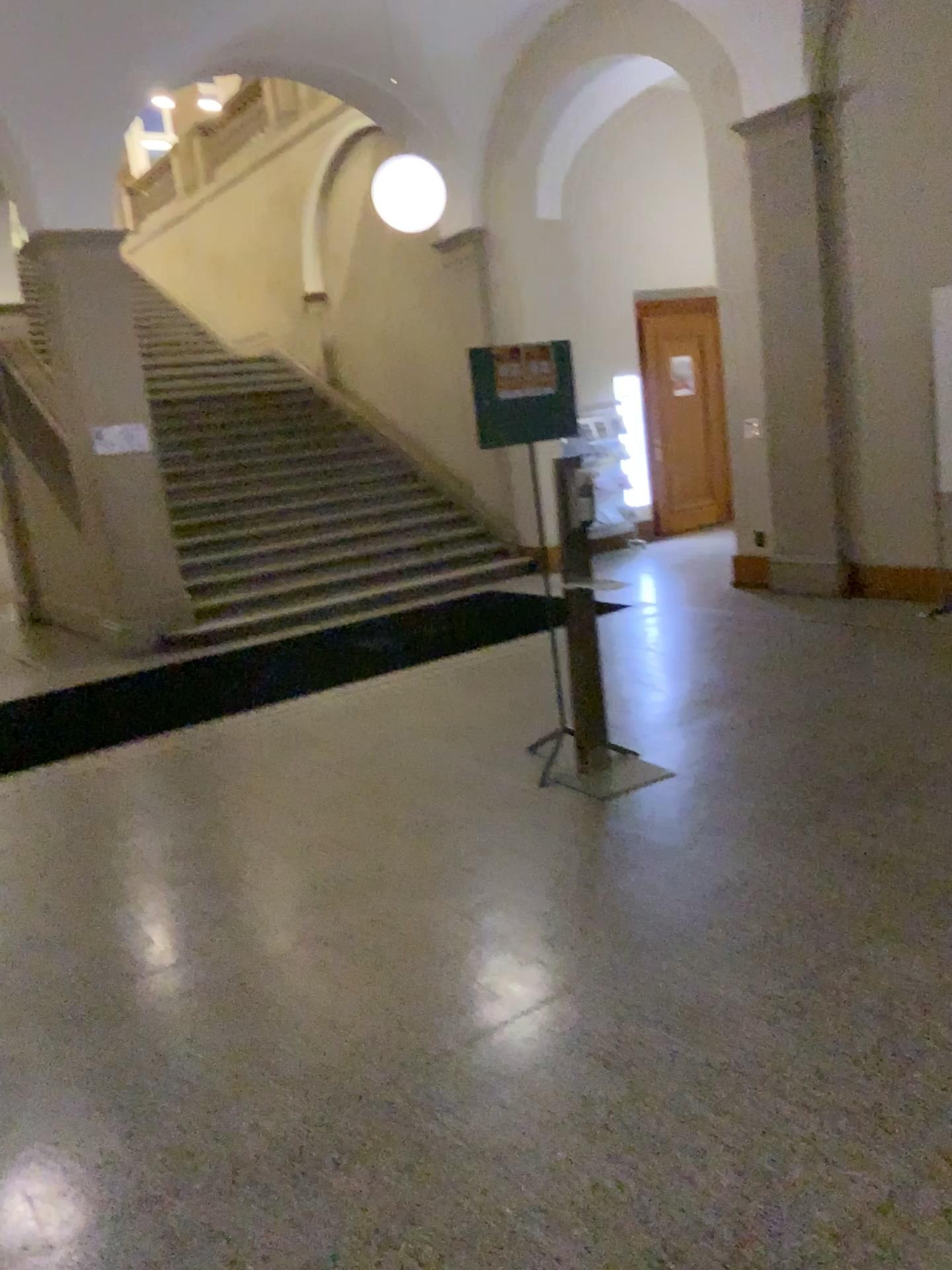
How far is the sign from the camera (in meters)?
4.39

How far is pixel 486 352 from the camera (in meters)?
4.39

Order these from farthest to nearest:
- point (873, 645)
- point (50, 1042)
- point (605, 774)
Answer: point (873, 645), point (605, 774), point (50, 1042)
